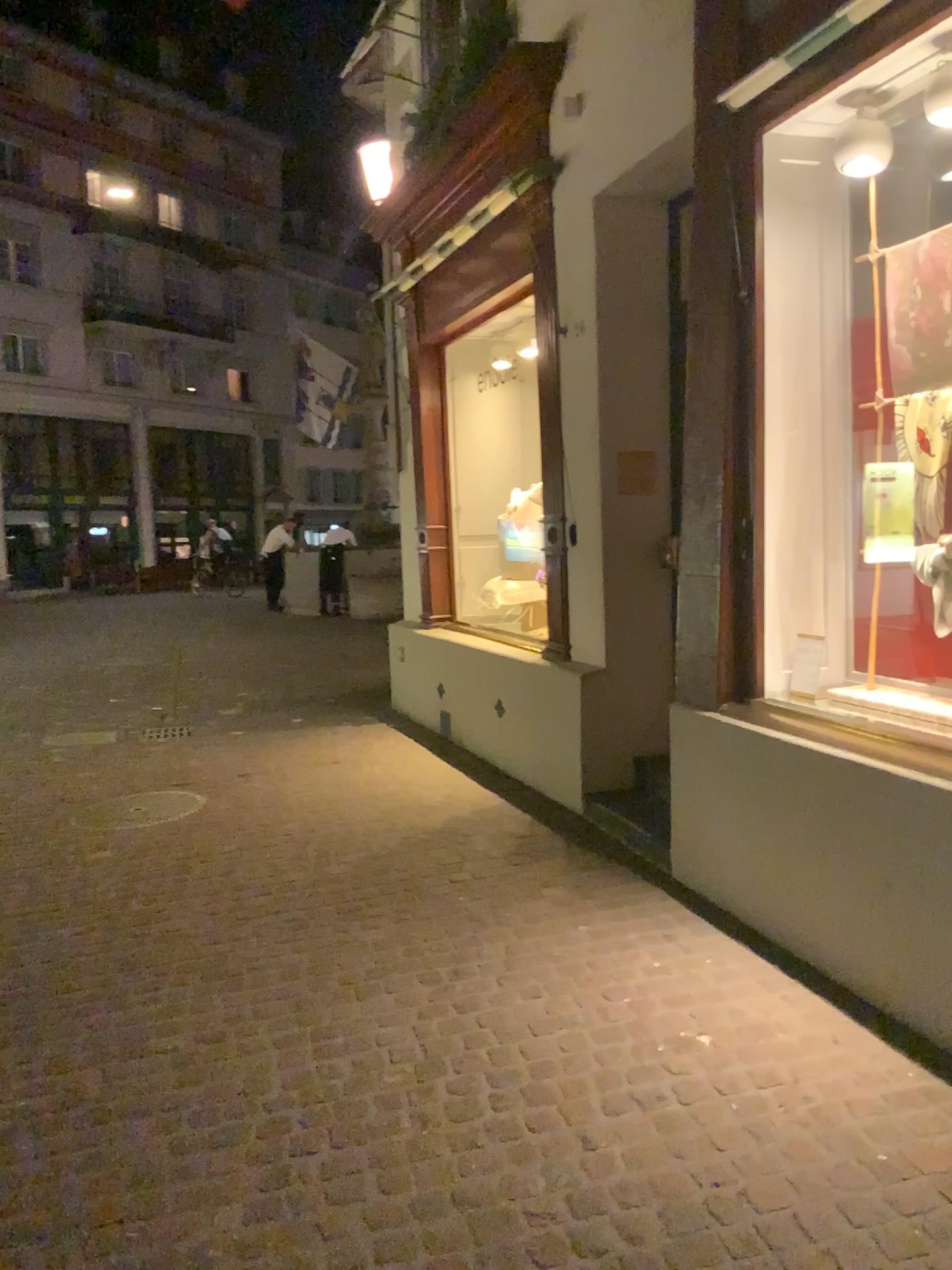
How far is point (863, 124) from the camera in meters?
3.4

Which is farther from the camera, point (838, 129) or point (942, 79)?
point (838, 129)

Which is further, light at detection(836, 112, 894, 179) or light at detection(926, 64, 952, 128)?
light at detection(836, 112, 894, 179)

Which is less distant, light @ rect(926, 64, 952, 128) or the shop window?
light @ rect(926, 64, 952, 128)

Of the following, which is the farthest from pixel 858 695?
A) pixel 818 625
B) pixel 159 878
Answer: pixel 159 878

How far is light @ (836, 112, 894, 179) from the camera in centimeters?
344cm

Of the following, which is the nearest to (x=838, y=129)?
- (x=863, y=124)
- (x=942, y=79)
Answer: (x=863, y=124)
